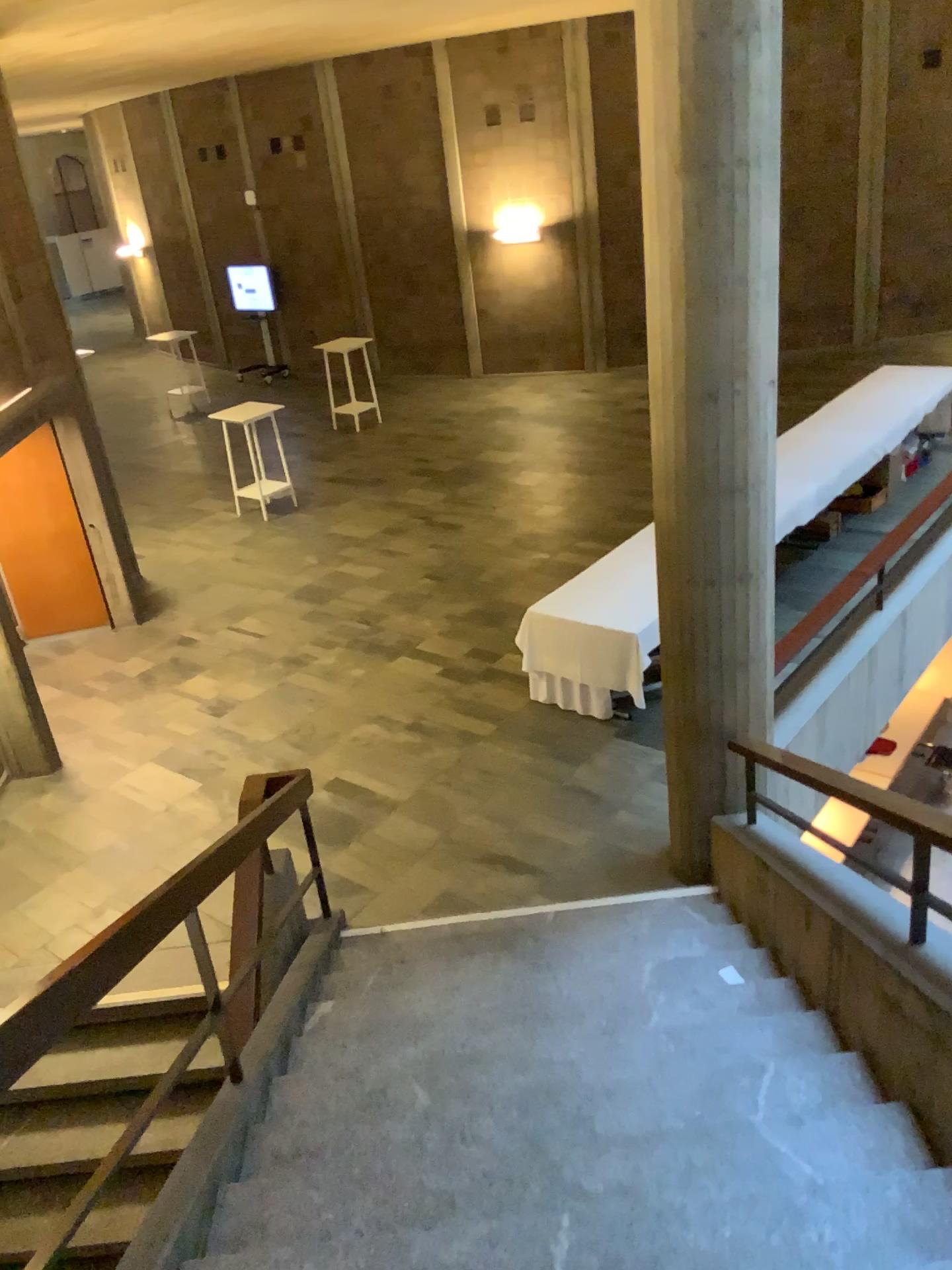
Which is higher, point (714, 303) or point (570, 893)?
point (714, 303)
